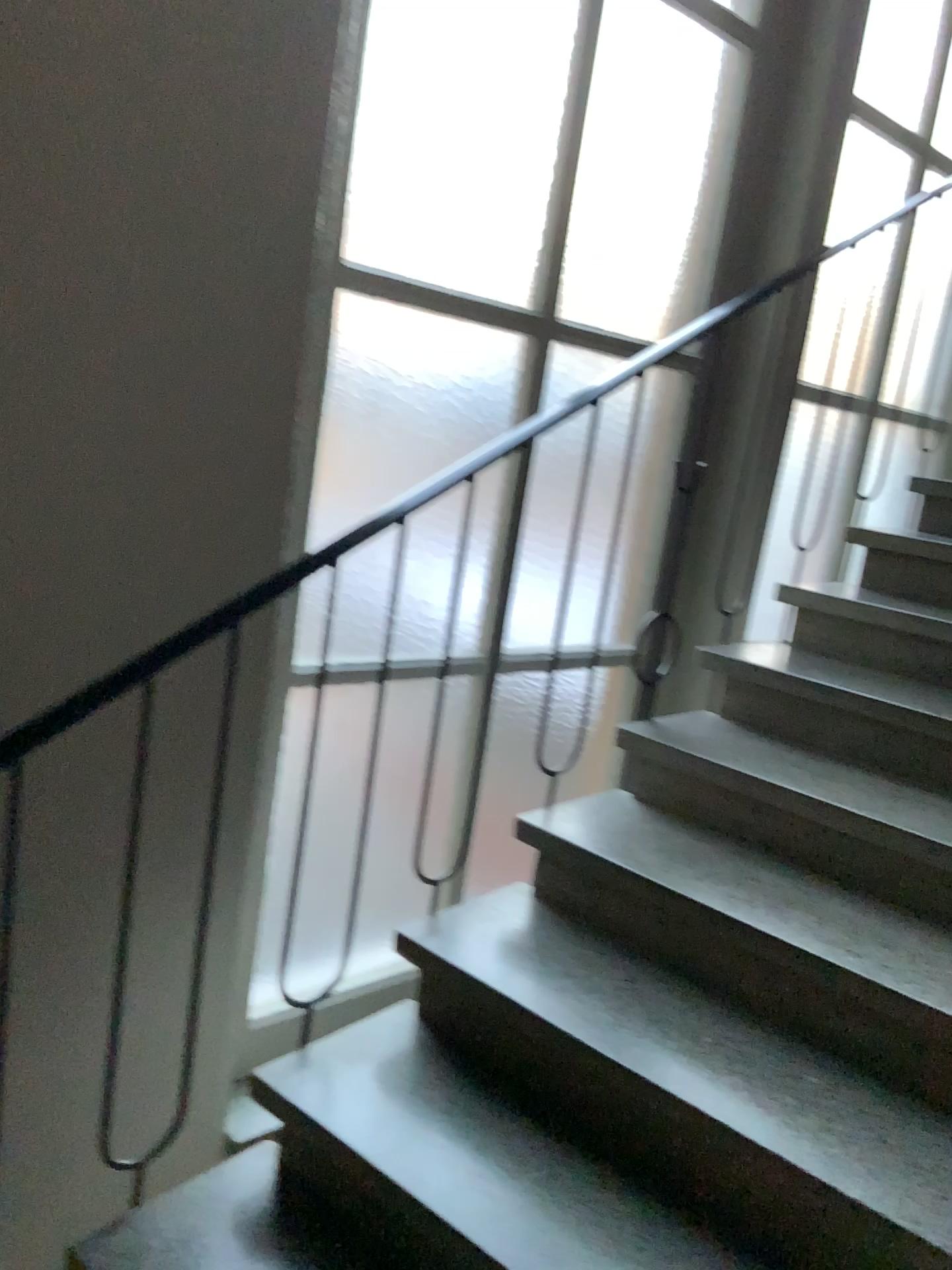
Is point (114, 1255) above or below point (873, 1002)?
below

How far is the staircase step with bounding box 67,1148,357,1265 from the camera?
1.6m

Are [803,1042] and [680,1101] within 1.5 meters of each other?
yes

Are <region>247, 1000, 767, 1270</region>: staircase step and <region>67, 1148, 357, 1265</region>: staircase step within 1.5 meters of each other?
yes

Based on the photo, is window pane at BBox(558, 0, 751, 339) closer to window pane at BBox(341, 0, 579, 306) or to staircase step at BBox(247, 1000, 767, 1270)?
window pane at BBox(341, 0, 579, 306)

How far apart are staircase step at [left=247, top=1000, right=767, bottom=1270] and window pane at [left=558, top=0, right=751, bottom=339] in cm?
170

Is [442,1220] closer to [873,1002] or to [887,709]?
[873,1002]

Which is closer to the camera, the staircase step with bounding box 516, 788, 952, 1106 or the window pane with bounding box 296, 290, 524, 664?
the staircase step with bounding box 516, 788, 952, 1106

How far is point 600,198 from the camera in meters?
2.7

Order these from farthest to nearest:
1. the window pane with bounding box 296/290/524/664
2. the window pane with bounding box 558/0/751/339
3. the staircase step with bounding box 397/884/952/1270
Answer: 1. the window pane with bounding box 558/0/751/339
2. the window pane with bounding box 296/290/524/664
3. the staircase step with bounding box 397/884/952/1270
